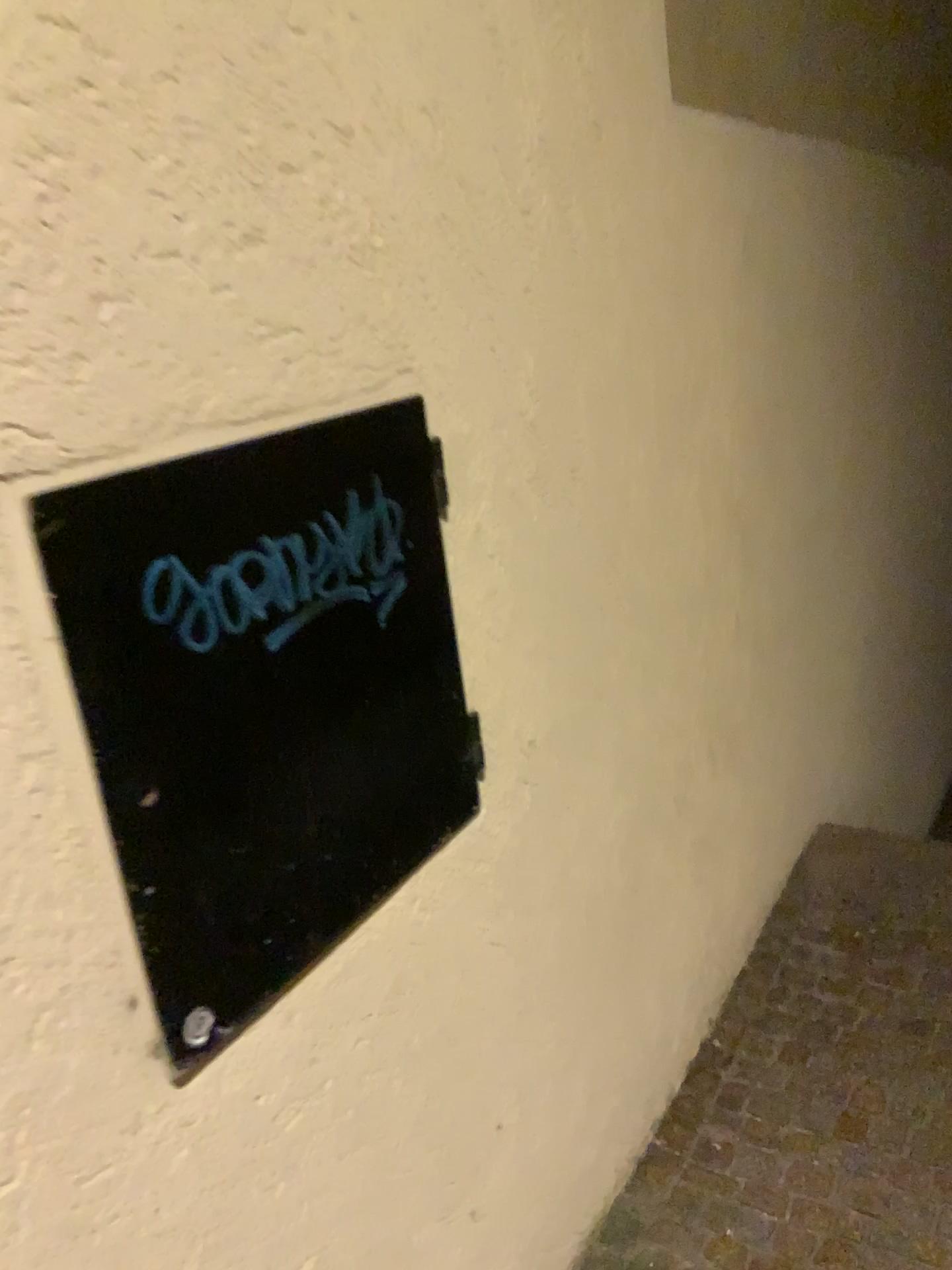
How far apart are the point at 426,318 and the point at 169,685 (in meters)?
0.53

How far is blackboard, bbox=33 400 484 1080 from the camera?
0.83m

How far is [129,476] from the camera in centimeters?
83cm
